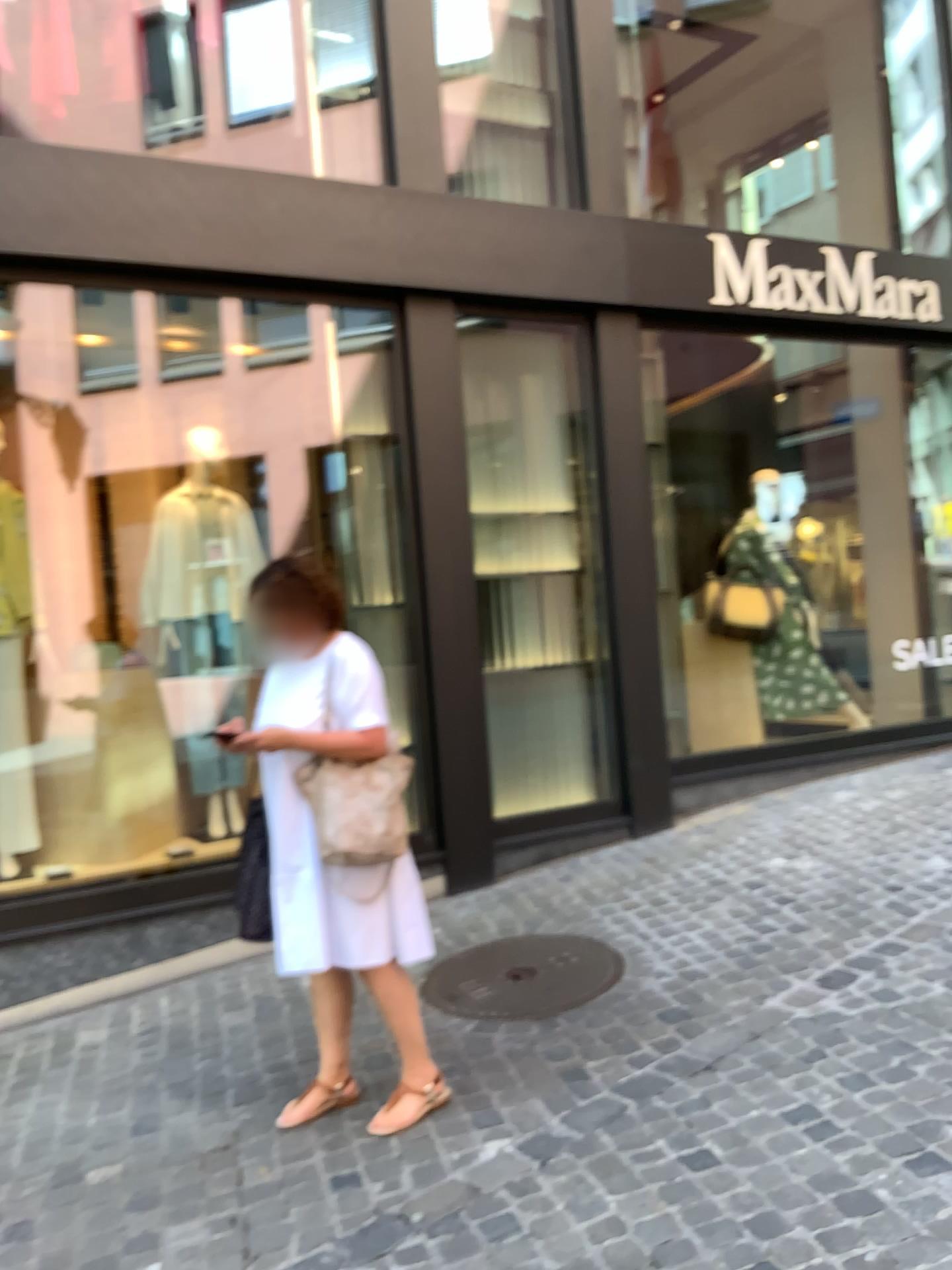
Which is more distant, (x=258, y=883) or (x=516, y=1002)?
(x=516, y=1002)

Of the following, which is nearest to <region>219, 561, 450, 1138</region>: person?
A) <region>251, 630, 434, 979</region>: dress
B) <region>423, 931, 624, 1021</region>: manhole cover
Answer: <region>251, 630, 434, 979</region>: dress

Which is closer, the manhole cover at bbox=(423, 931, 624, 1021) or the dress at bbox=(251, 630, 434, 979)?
the dress at bbox=(251, 630, 434, 979)

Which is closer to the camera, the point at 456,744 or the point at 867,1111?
the point at 867,1111

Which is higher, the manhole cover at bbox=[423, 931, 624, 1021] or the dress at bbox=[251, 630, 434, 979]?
the dress at bbox=[251, 630, 434, 979]

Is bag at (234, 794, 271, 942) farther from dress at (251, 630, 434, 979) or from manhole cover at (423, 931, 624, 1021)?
manhole cover at (423, 931, 624, 1021)

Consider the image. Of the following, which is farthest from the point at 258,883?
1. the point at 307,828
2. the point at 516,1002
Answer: the point at 516,1002

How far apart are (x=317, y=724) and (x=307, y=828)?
0.28m

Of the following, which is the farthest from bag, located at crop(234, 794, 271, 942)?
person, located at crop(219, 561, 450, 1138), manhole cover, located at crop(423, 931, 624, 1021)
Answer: manhole cover, located at crop(423, 931, 624, 1021)

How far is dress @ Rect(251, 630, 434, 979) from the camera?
2.9m
